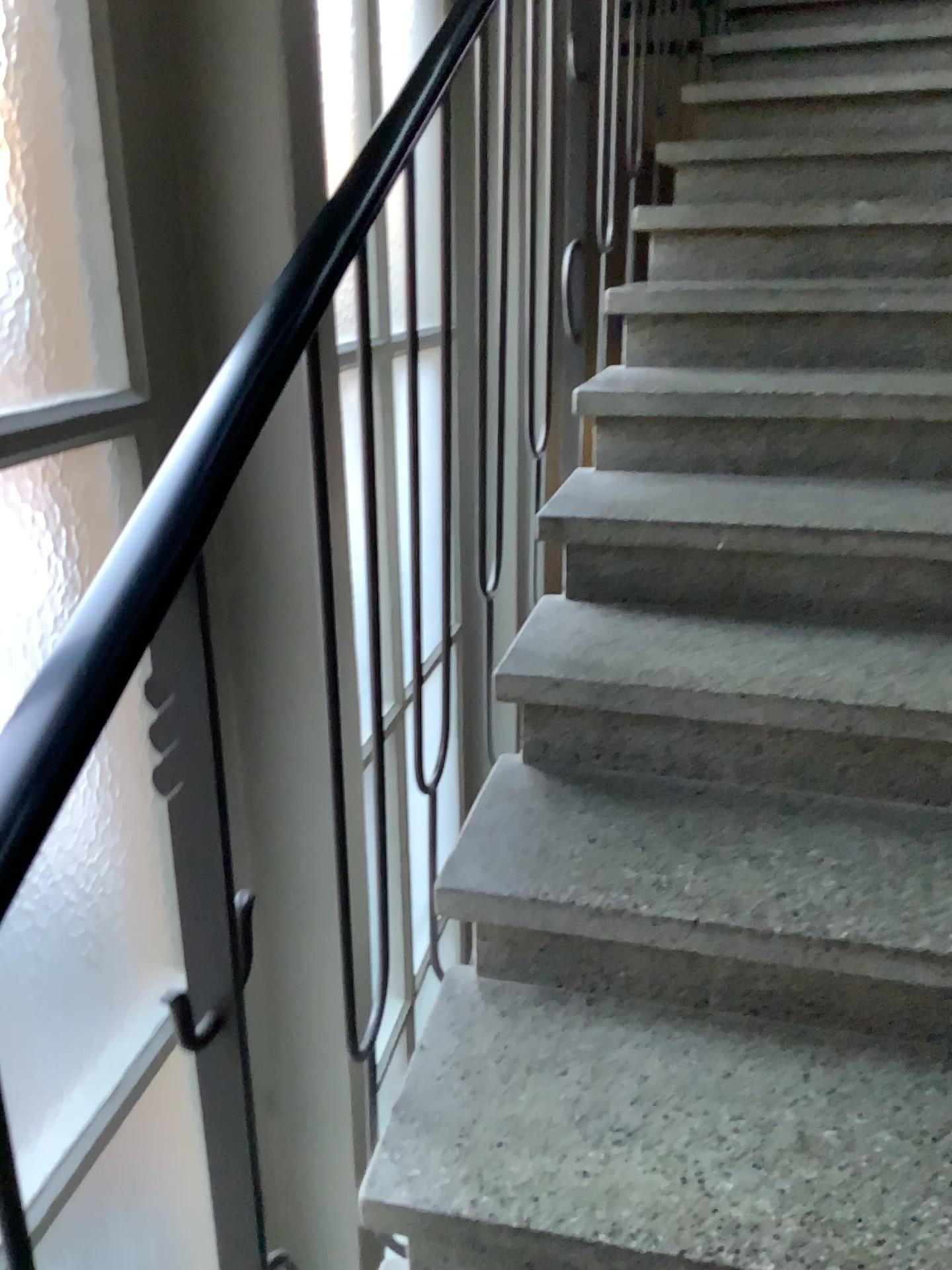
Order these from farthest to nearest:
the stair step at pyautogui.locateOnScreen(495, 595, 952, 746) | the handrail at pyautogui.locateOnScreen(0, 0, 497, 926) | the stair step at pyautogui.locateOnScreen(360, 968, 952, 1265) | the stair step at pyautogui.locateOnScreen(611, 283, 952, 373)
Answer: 1. the stair step at pyautogui.locateOnScreen(611, 283, 952, 373)
2. the stair step at pyautogui.locateOnScreen(495, 595, 952, 746)
3. the stair step at pyautogui.locateOnScreen(360, 968, 952, 1265)
4. the handrail at pyautogui.locateOnScreen(0, 0, 497, 926)

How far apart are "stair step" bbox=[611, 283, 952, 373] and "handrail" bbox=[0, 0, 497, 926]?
1.36m

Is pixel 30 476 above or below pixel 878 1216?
above

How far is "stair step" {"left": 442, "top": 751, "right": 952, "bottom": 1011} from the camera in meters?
1.2 m

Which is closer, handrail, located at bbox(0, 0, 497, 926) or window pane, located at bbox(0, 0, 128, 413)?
handrail, located at bbox(0, 0, 497, 926)

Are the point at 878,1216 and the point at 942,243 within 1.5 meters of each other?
no

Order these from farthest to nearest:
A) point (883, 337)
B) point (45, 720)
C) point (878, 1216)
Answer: point (883, 337) < point (878, 1216) < point (45, 720)

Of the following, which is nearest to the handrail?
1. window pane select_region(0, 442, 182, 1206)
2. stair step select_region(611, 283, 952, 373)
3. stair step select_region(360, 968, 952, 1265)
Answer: window pane select_region(0, 442, 182, 1206)

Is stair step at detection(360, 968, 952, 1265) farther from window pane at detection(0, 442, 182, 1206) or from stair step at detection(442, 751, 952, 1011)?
window pane at detection(0, 442, 182, 1206)

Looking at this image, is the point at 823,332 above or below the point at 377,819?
above
